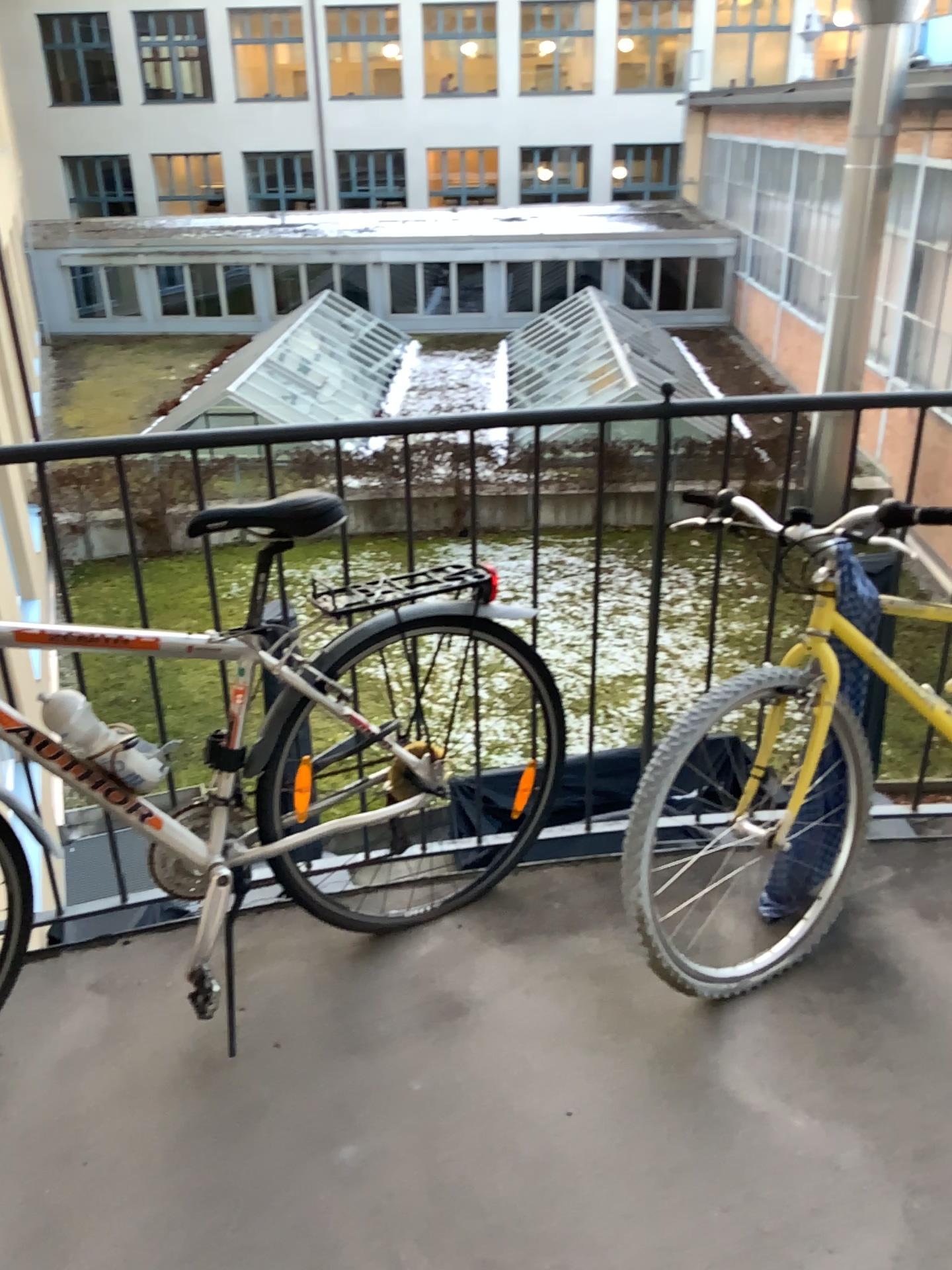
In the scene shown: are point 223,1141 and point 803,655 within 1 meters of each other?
no

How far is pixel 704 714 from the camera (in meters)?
1.87

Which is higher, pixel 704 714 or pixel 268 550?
pixel 268 550

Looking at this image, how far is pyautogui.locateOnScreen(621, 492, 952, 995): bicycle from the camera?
1.9 meters
